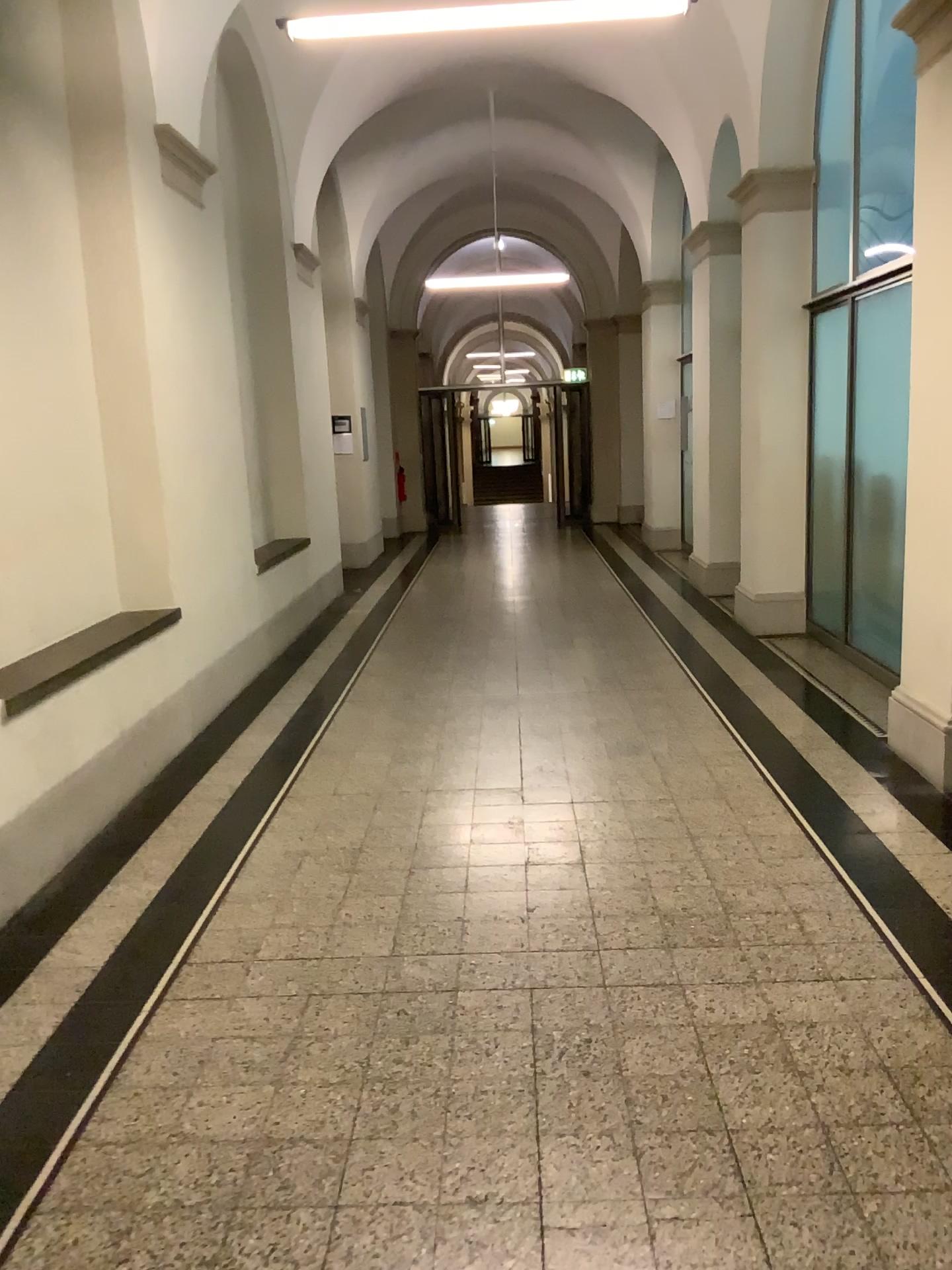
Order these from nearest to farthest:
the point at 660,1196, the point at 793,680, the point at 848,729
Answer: the point at 660,1196, the point at 848,729, the point at 793,680
